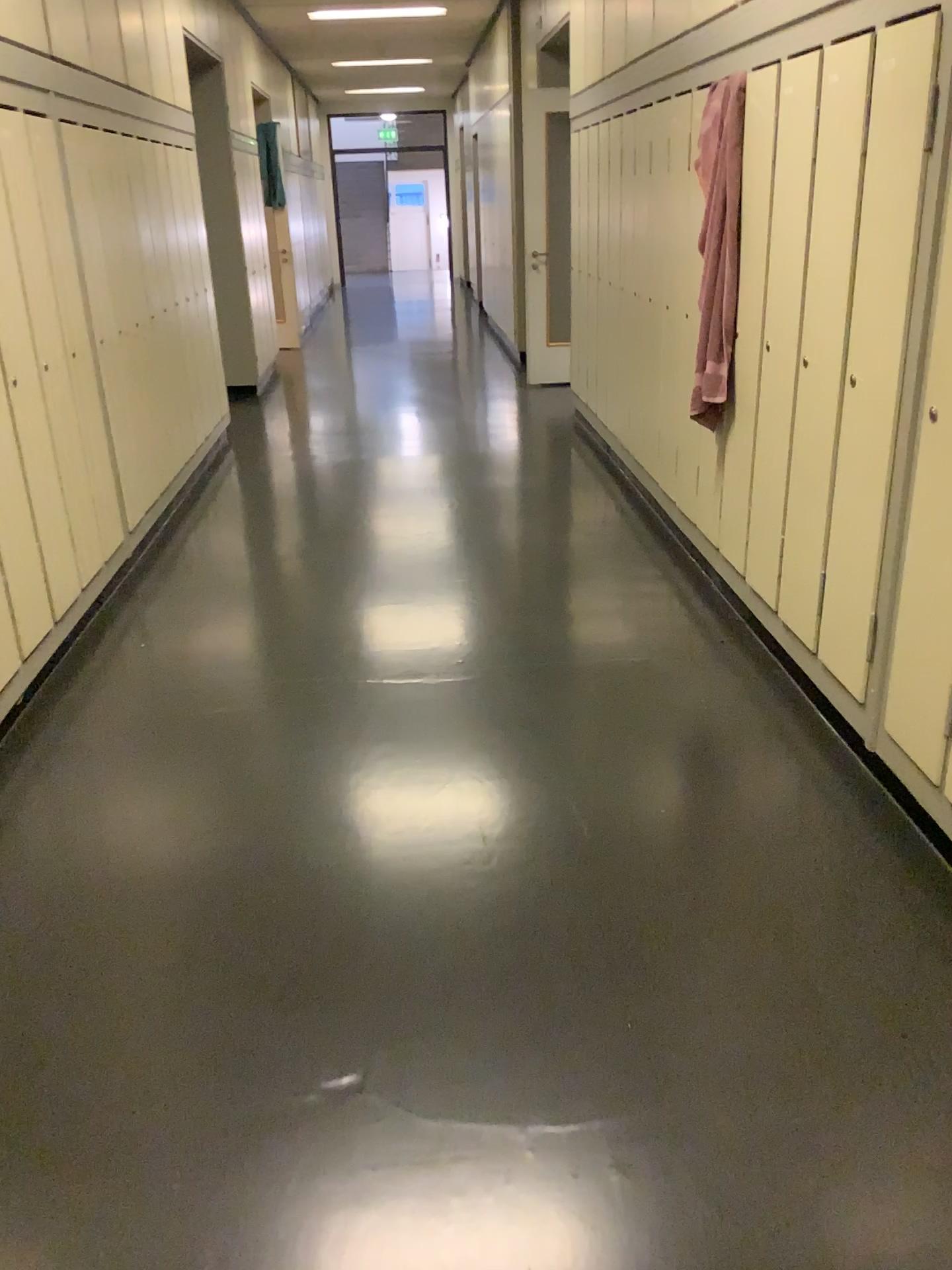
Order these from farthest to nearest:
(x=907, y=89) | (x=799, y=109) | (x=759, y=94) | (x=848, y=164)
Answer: (x=759, y=94), (x=799, y=109), (x=848, y=164), (x=907, y=89)

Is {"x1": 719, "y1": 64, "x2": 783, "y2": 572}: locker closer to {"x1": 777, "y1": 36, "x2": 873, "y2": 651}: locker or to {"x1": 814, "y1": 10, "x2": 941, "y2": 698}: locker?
{"x1": 777, "y1": 36, "x2": 873, "y2": 651}: locker

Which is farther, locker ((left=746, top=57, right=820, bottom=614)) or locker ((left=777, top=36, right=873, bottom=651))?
locker ((left=746, top=57, right=820, bottom=614))

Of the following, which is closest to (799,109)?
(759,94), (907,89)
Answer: (759,94)

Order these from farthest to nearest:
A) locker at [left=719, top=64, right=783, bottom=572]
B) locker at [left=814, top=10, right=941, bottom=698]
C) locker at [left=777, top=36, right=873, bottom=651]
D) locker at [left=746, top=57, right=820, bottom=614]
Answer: locker at [left=719, top=64, right=783, bottom=572] < locker at [left=746, top=57, right=820, bottom=614] < locker at [left=777, top=36, right=873, bottom=651] < locker at [left=814, top=10, right=941, bottom=698]

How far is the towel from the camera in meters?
3.4

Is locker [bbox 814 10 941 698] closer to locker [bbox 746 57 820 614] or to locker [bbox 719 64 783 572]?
locker [bbox 746 57 820 614]

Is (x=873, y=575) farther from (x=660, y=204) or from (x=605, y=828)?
(x=660, y=204)

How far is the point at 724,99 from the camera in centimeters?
345cm

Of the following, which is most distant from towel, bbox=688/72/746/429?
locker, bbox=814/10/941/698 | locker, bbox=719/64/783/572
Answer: locker, bbox=814/10/941/698
